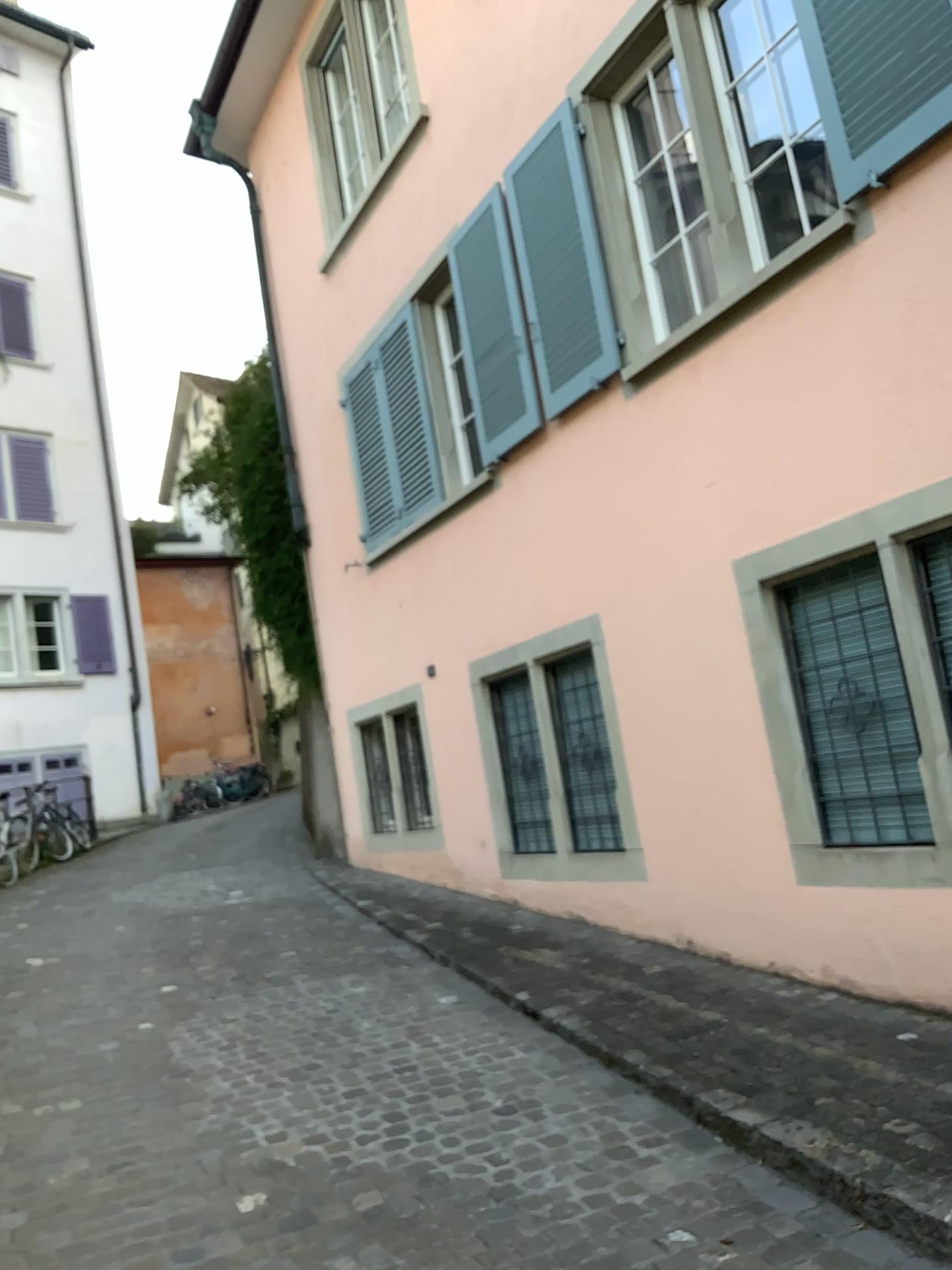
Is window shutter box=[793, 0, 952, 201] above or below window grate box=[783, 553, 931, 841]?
above

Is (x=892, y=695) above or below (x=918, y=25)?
below

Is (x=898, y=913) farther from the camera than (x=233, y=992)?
No

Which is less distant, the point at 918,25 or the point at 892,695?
the point at 918,25

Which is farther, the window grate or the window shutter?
the window grate
